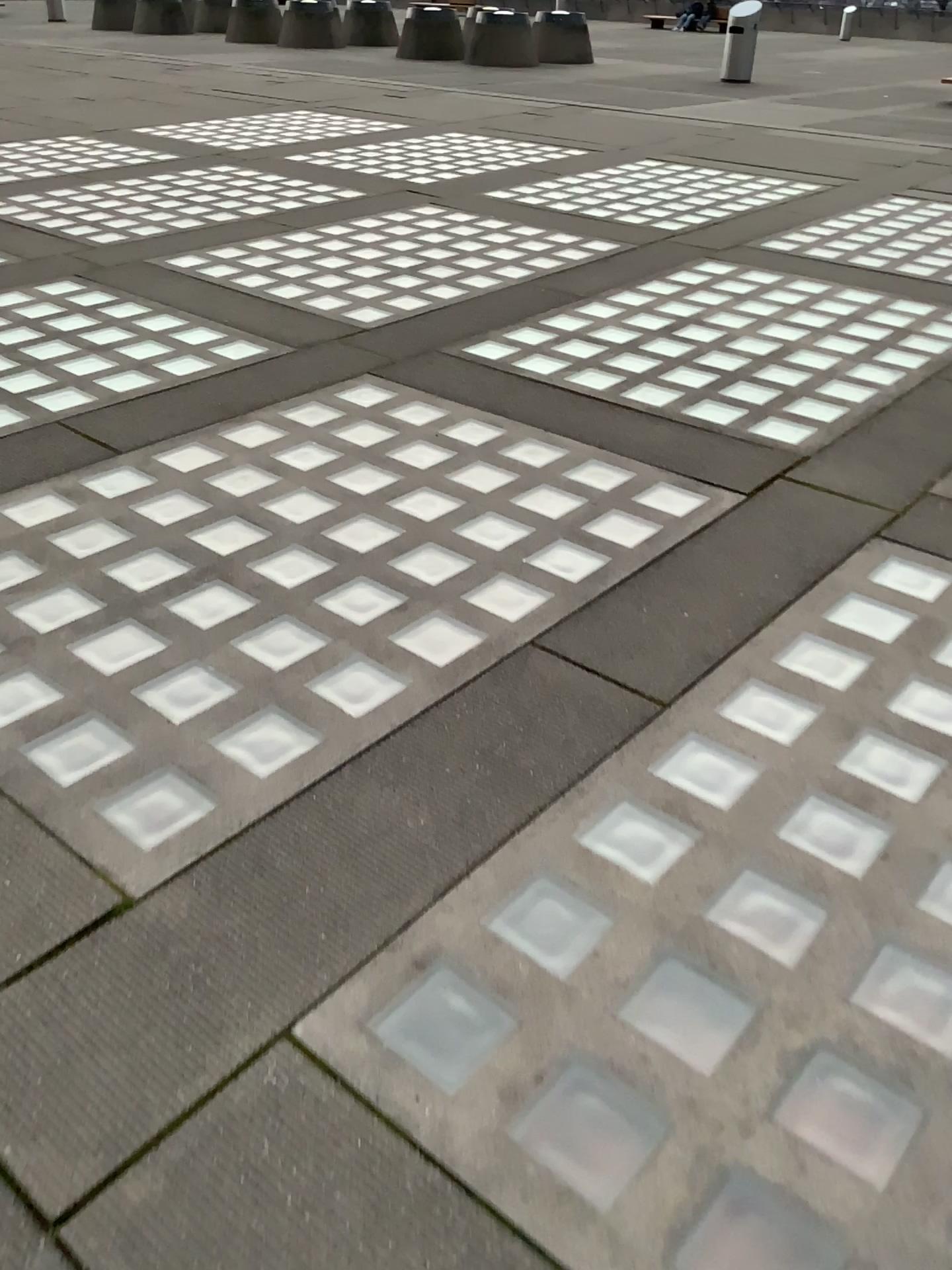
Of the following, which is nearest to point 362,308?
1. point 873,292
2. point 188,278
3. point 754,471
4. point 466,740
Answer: point 188,278
